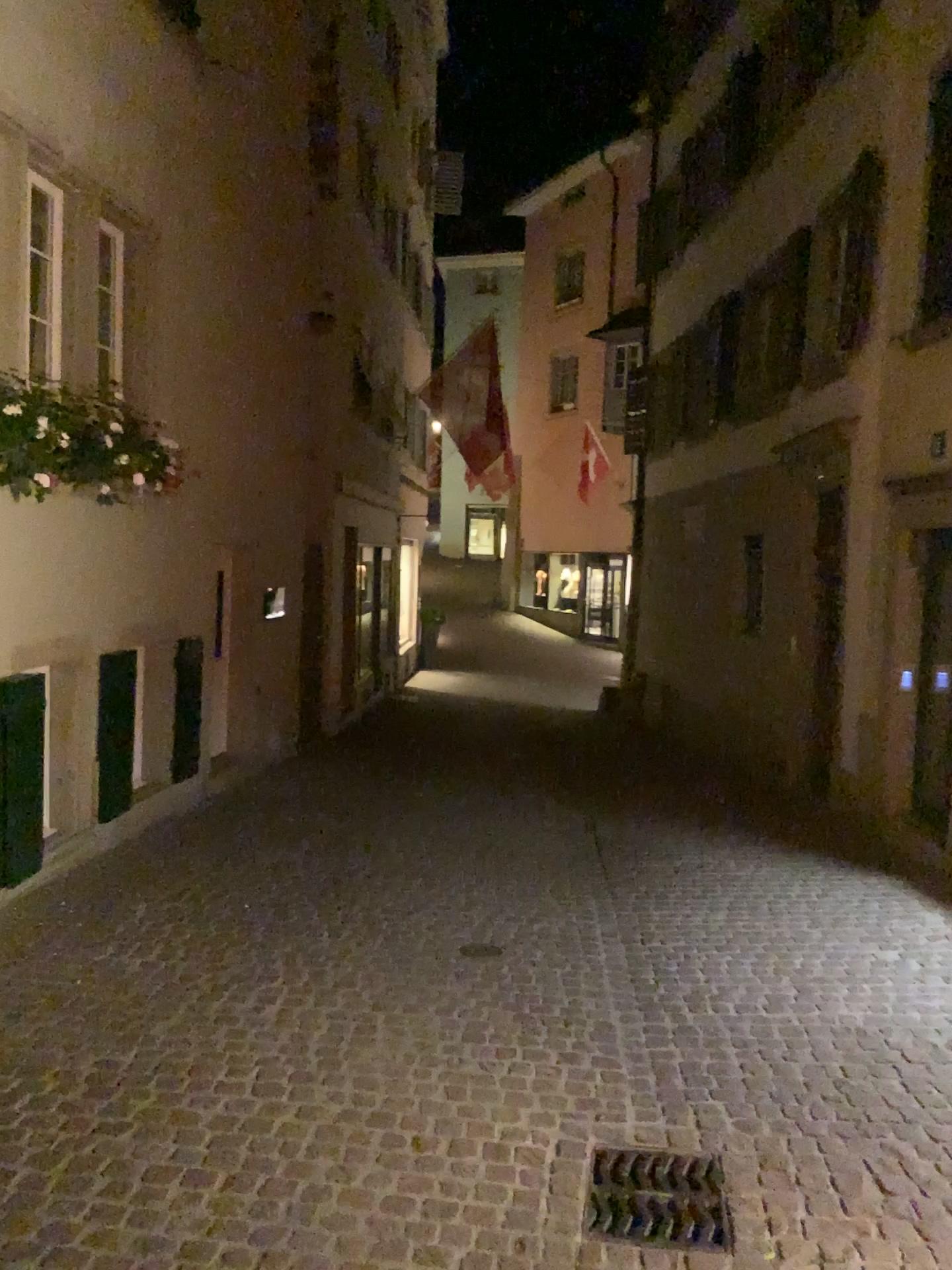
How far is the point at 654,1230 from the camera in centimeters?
284cm

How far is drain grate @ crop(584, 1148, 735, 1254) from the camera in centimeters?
284cm

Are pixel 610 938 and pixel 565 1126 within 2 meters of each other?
yes
